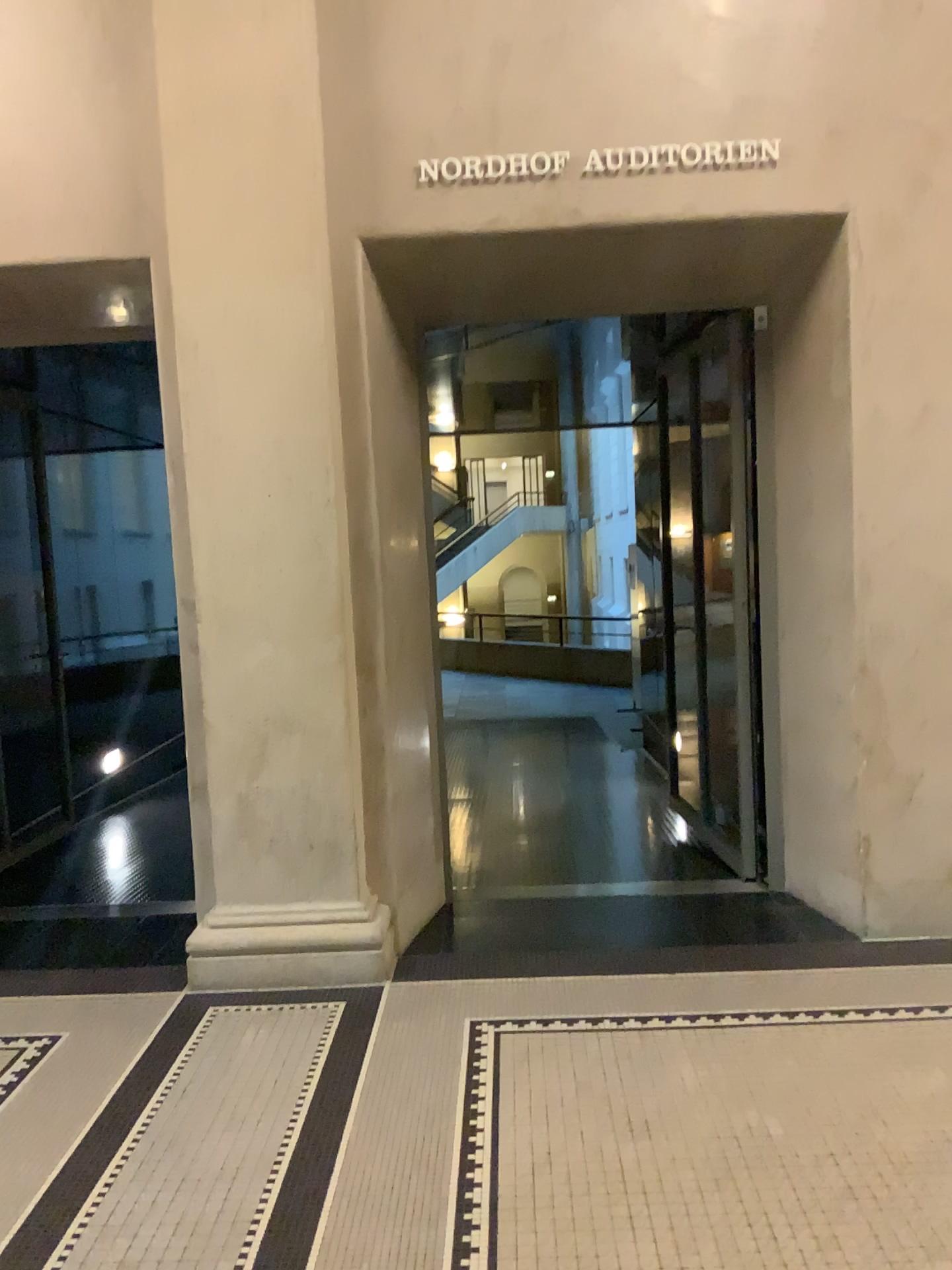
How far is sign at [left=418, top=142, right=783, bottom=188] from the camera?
3.8m

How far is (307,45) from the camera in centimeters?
368cm

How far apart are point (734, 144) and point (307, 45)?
1.56m

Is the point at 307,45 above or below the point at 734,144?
above

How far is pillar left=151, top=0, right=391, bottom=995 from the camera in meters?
3.7 m

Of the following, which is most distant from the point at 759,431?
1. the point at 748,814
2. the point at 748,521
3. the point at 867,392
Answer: the point at 748,814

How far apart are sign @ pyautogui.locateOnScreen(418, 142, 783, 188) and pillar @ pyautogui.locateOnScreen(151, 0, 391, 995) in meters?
0.4
